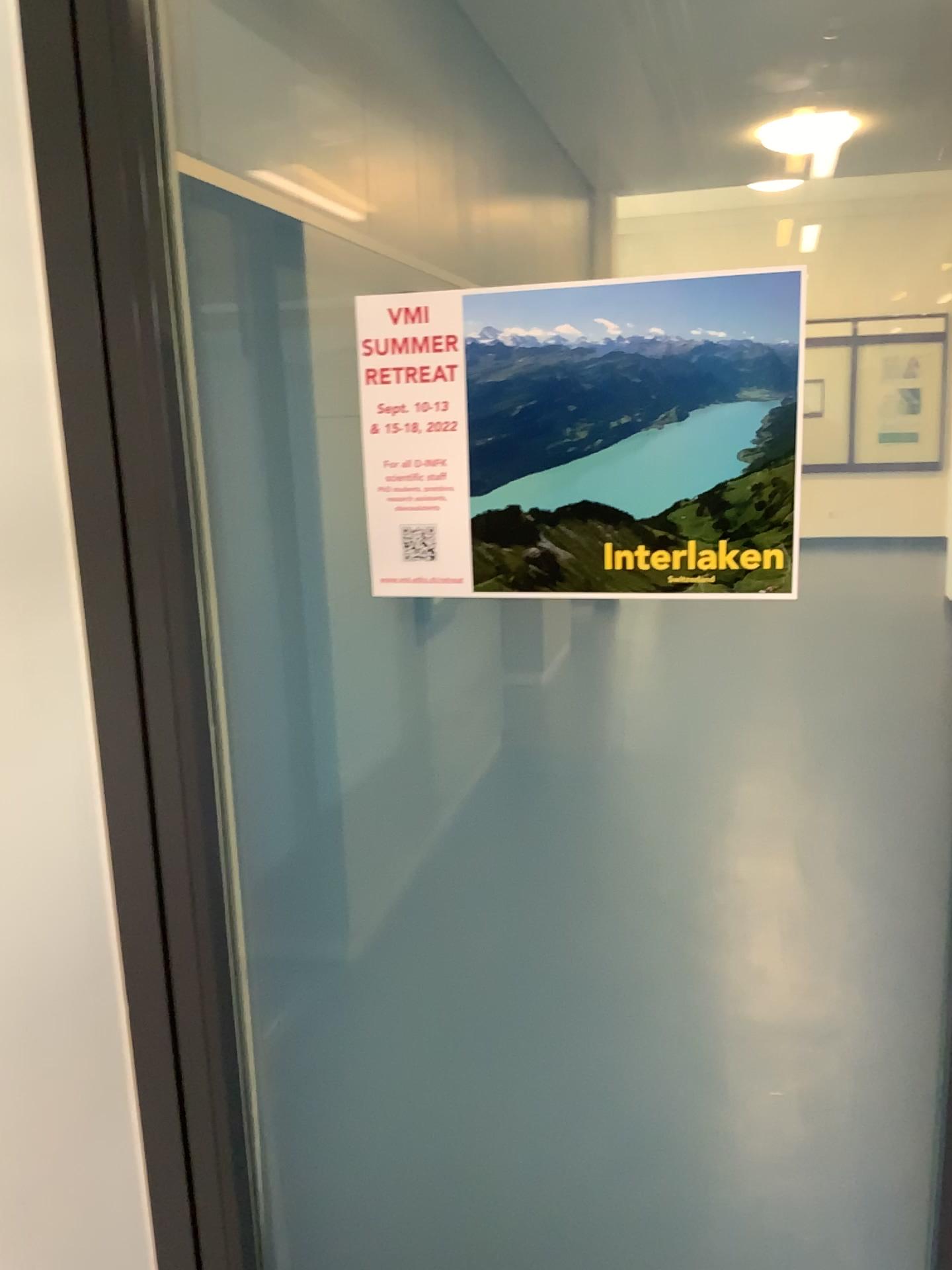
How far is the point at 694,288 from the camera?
1.0m

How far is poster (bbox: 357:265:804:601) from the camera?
1.0 meters

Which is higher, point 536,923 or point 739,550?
point 739,550
